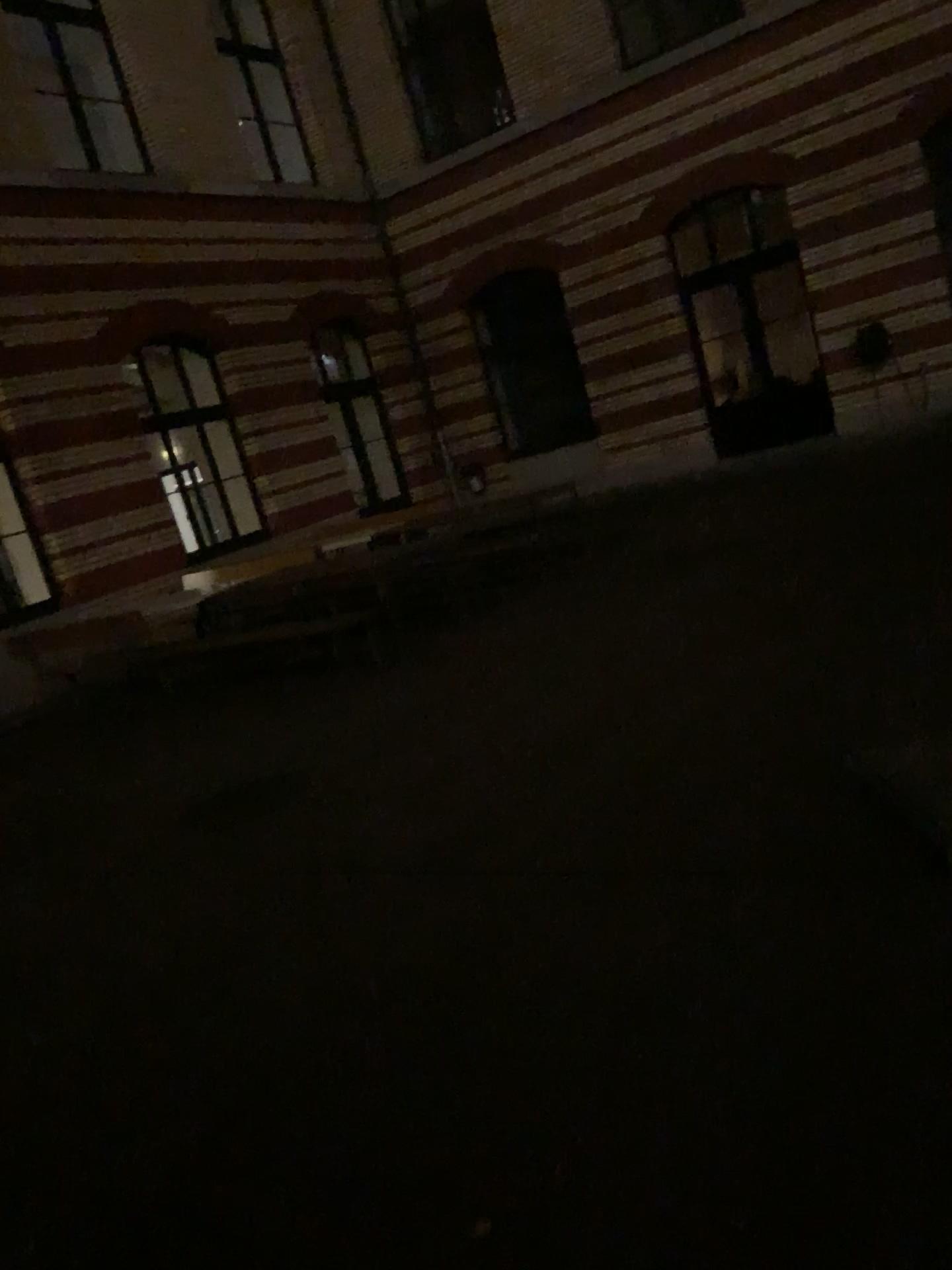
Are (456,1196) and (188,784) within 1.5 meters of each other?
no
